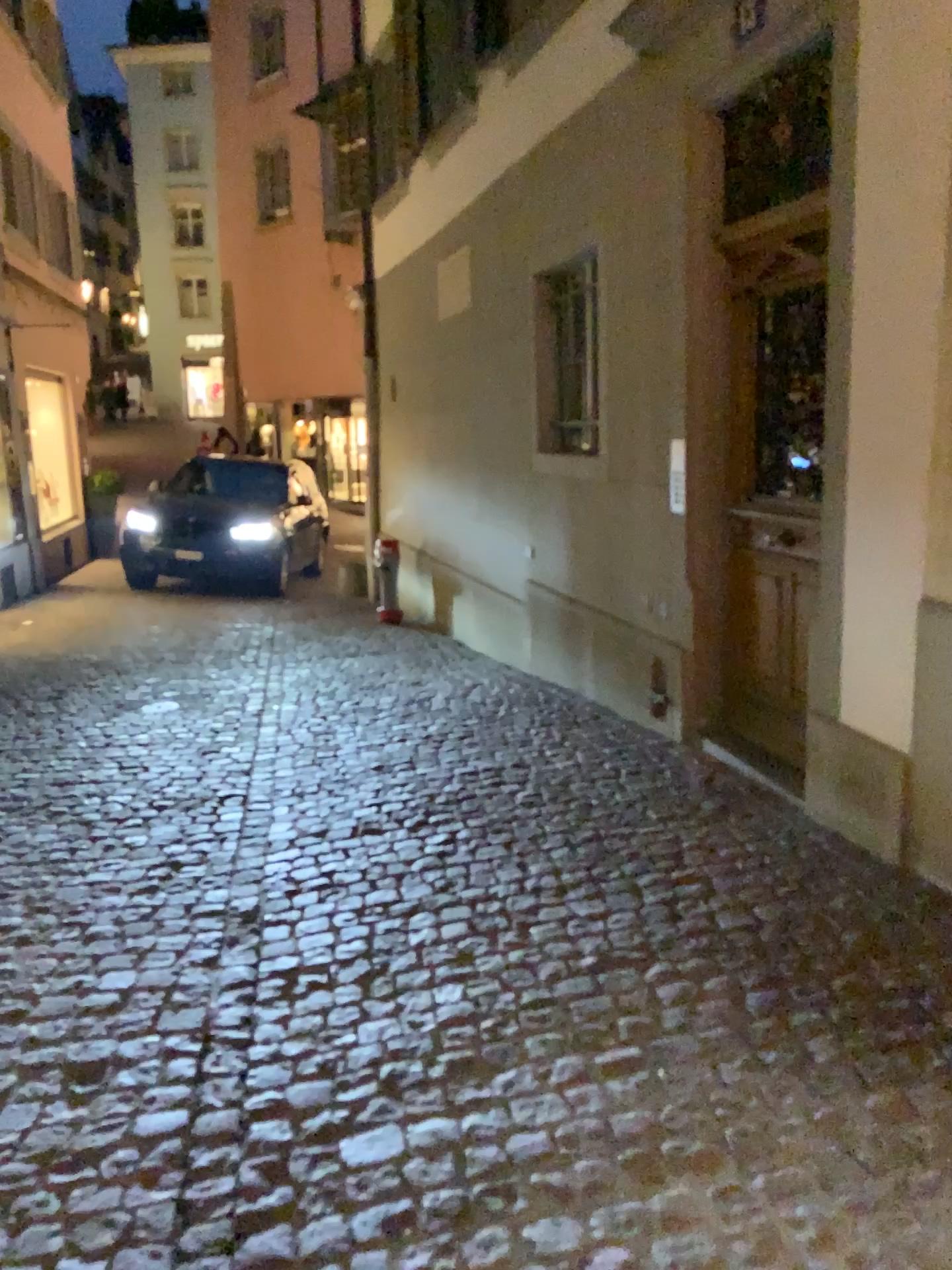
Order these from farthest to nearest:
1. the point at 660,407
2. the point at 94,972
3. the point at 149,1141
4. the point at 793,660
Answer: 1. the point at 660,407
2. the point at 793,660
3. the point at 94,972
4. the point at 149,1141
